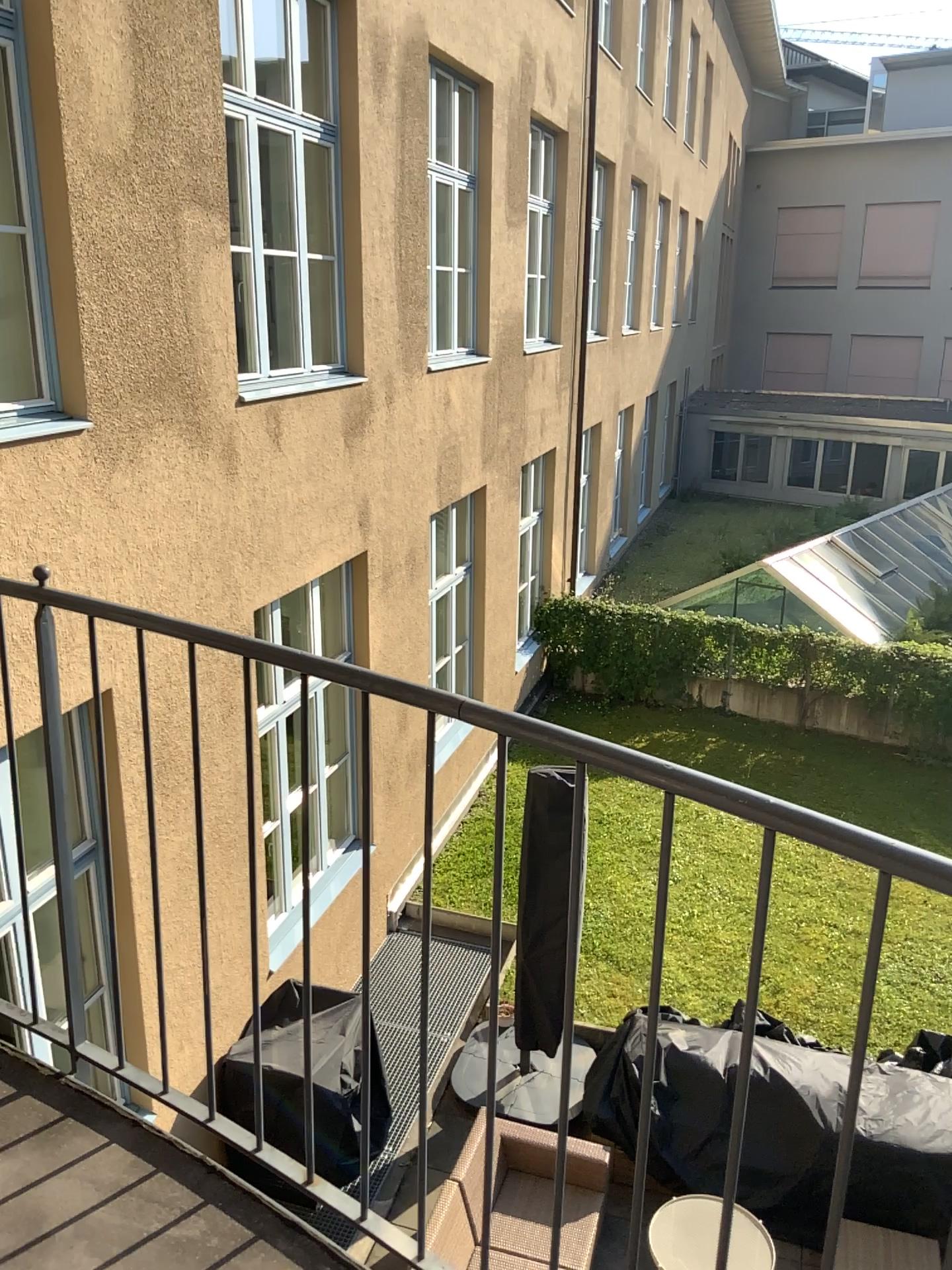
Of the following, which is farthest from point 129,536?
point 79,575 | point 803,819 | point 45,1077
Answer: point 803,819
